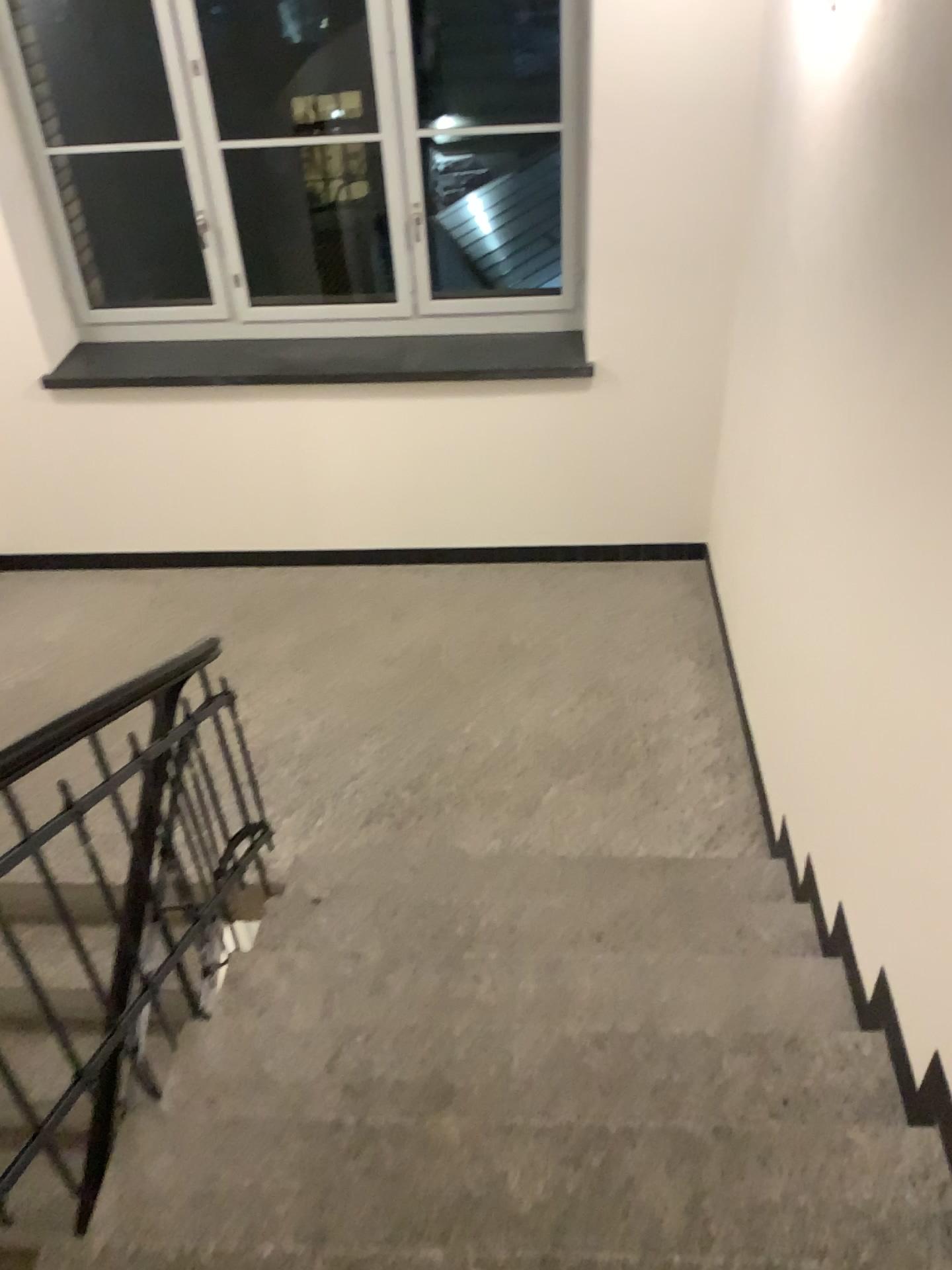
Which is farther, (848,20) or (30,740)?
(848,20)

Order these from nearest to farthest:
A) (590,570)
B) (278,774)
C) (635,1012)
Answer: (635,1012) → (278,774) → (590,570)

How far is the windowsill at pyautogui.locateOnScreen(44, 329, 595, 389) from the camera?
4.50m

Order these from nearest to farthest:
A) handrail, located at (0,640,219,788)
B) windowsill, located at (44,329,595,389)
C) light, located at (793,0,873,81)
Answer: handrail, located at (0,640,219,788), light, located at (793,0,873,81), windowsill, located at (44,329,595,389)

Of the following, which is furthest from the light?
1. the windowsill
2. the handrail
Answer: the handrail

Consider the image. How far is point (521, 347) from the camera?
4.5m

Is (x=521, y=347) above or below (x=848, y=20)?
below

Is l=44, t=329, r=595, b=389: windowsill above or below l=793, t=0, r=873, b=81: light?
below

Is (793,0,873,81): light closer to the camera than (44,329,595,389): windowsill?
Yes

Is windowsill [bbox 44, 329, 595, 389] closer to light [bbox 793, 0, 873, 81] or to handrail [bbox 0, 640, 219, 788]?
light [bbox 793, 0, 873, 81]
